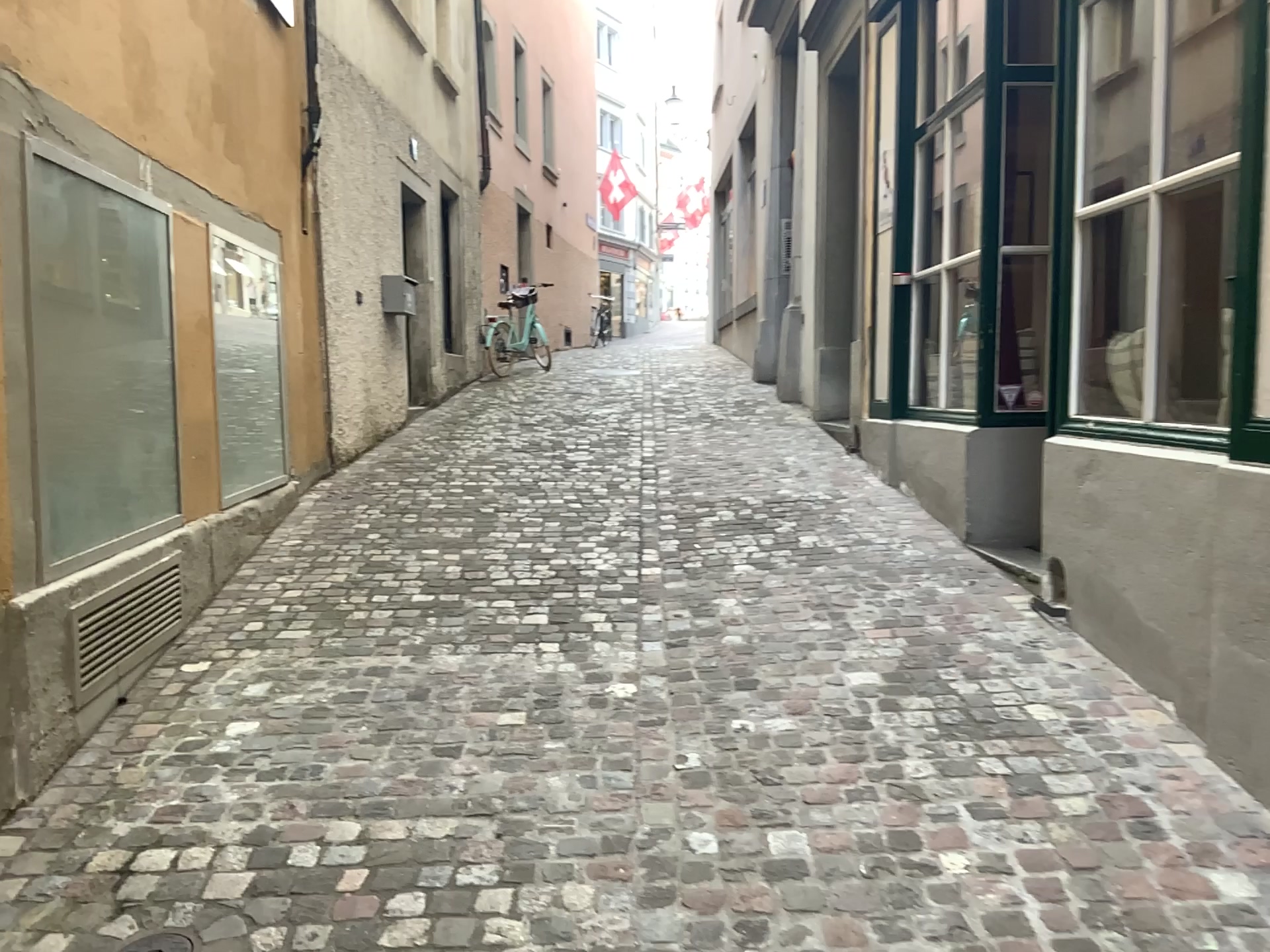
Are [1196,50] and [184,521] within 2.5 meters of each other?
no
